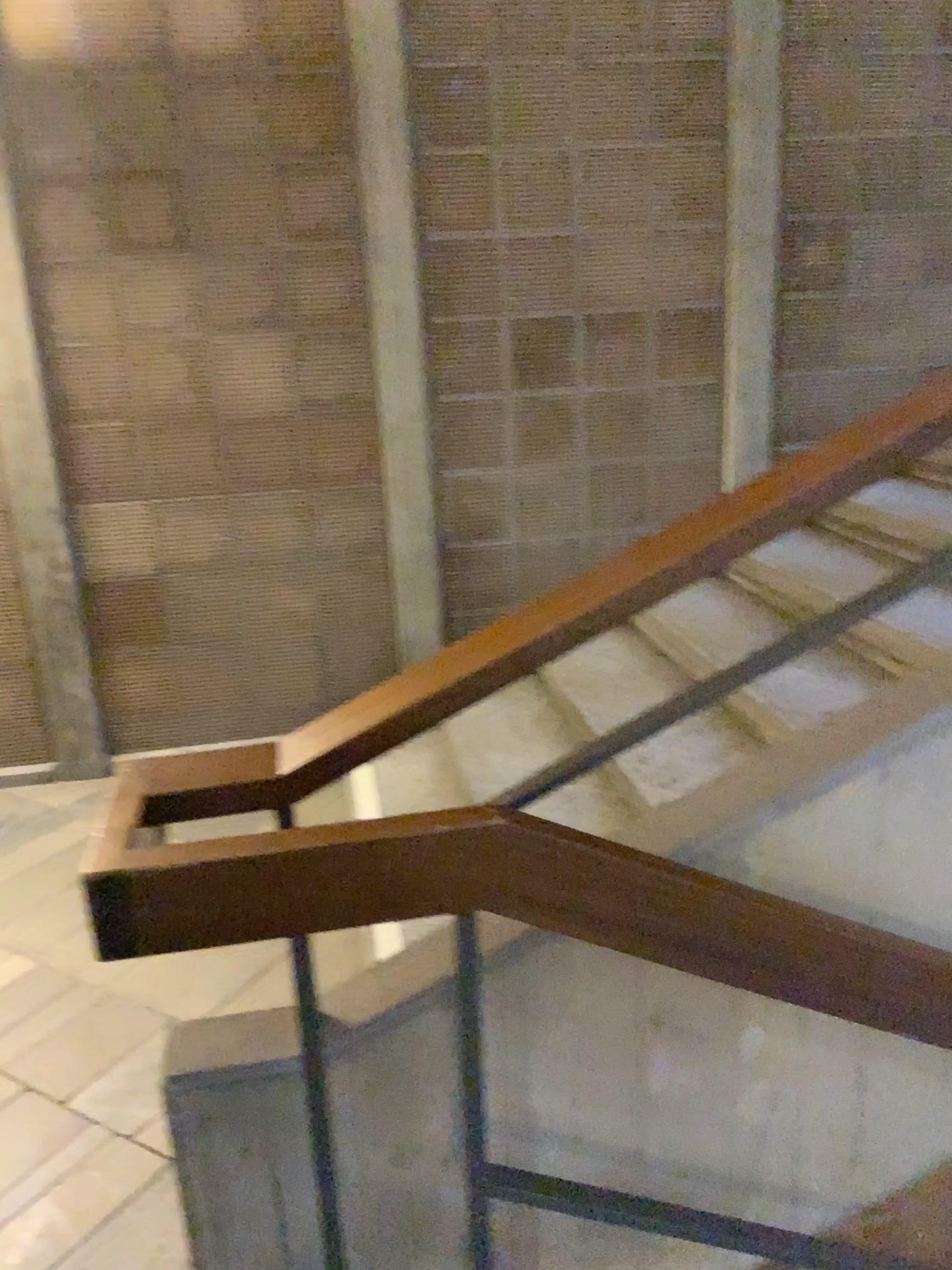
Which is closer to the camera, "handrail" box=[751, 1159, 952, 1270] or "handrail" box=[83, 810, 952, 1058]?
"handrail" box=[83, 810, 952, 1058]

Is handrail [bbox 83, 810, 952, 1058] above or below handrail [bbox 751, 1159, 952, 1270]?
above

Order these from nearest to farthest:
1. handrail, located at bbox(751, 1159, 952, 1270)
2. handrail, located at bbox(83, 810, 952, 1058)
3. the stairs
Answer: handrail, located at bbox(83, 810, 952, 1058), handrail, located at bbox(751, 1159, 952, 1270), the stairs

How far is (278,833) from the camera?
1.19m

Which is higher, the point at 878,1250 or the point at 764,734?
the point at 764,734

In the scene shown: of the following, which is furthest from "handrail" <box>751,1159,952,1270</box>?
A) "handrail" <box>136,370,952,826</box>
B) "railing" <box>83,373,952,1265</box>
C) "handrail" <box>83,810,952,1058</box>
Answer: "handrail" <box>136,370,952,826</box>

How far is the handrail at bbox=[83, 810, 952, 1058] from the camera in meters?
1.2

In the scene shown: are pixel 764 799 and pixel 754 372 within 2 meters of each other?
no

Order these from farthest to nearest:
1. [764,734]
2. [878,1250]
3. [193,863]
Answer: [764,734] < [878,1250] < [193,863]

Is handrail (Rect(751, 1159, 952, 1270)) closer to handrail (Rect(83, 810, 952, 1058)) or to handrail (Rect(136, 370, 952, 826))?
handrail (Rect(83, 810, 952, 1058))
